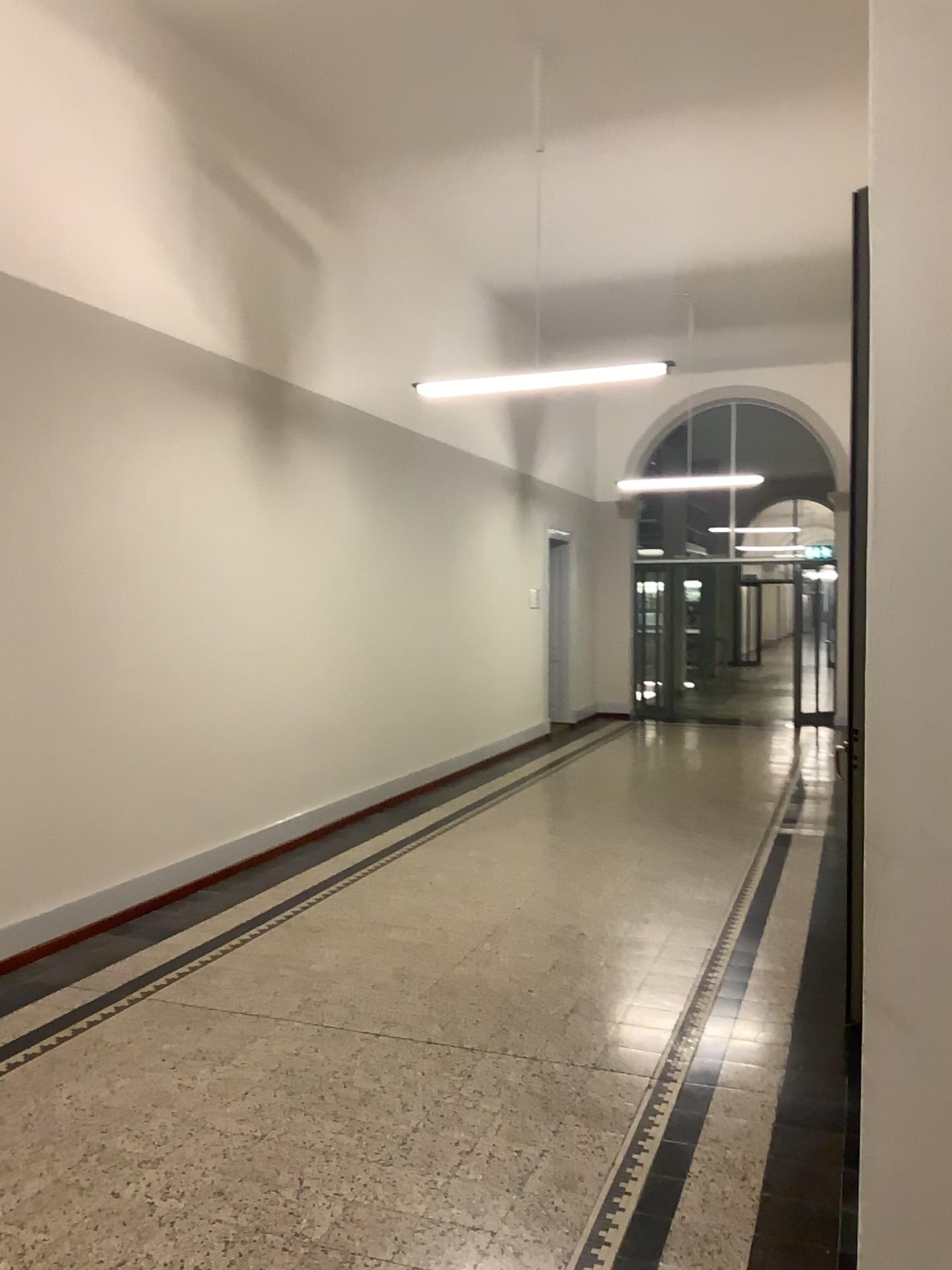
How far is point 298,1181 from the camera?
2.84m
